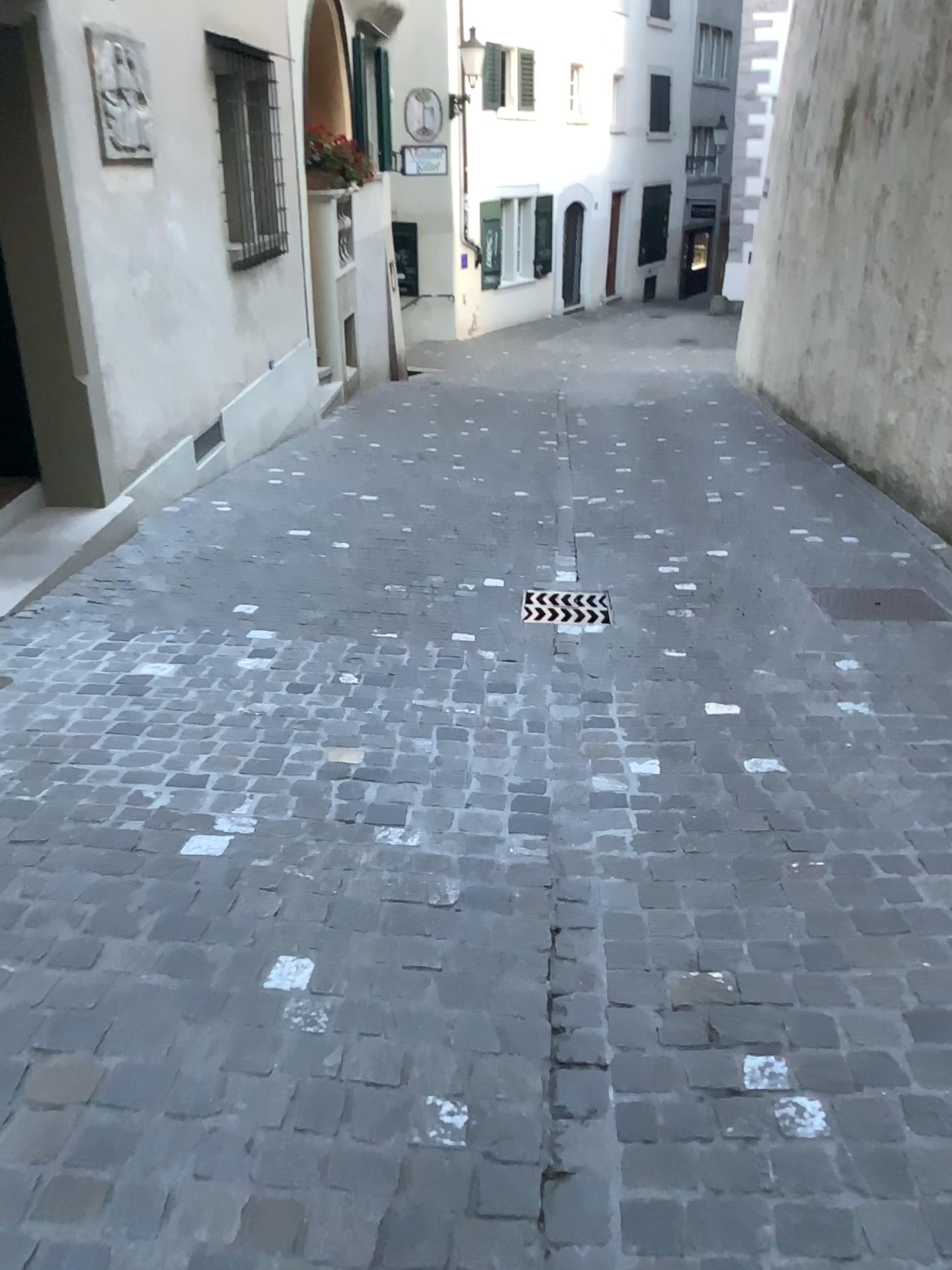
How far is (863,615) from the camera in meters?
4.2 m

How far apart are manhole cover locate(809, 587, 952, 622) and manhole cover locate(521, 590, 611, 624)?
0.9 meters

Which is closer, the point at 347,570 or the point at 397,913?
the point at 397,913

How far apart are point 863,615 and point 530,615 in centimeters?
133cm

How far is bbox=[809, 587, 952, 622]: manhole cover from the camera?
4.2 meters

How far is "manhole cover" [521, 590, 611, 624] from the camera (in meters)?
4.26

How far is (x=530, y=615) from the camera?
4.26m
